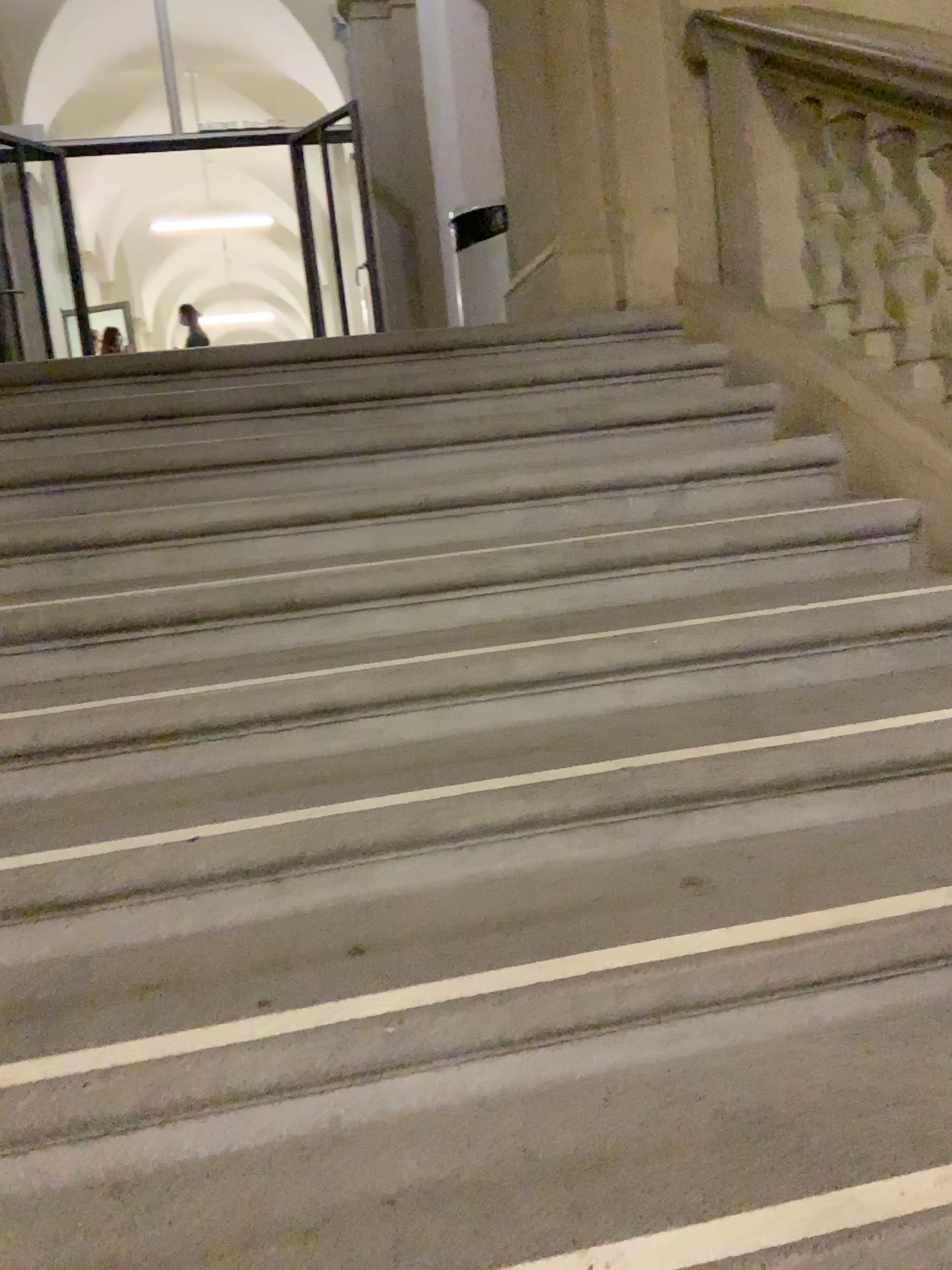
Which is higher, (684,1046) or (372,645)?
(372,645)

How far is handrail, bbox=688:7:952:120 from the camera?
2.6 meters

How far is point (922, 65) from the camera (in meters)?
2.60
